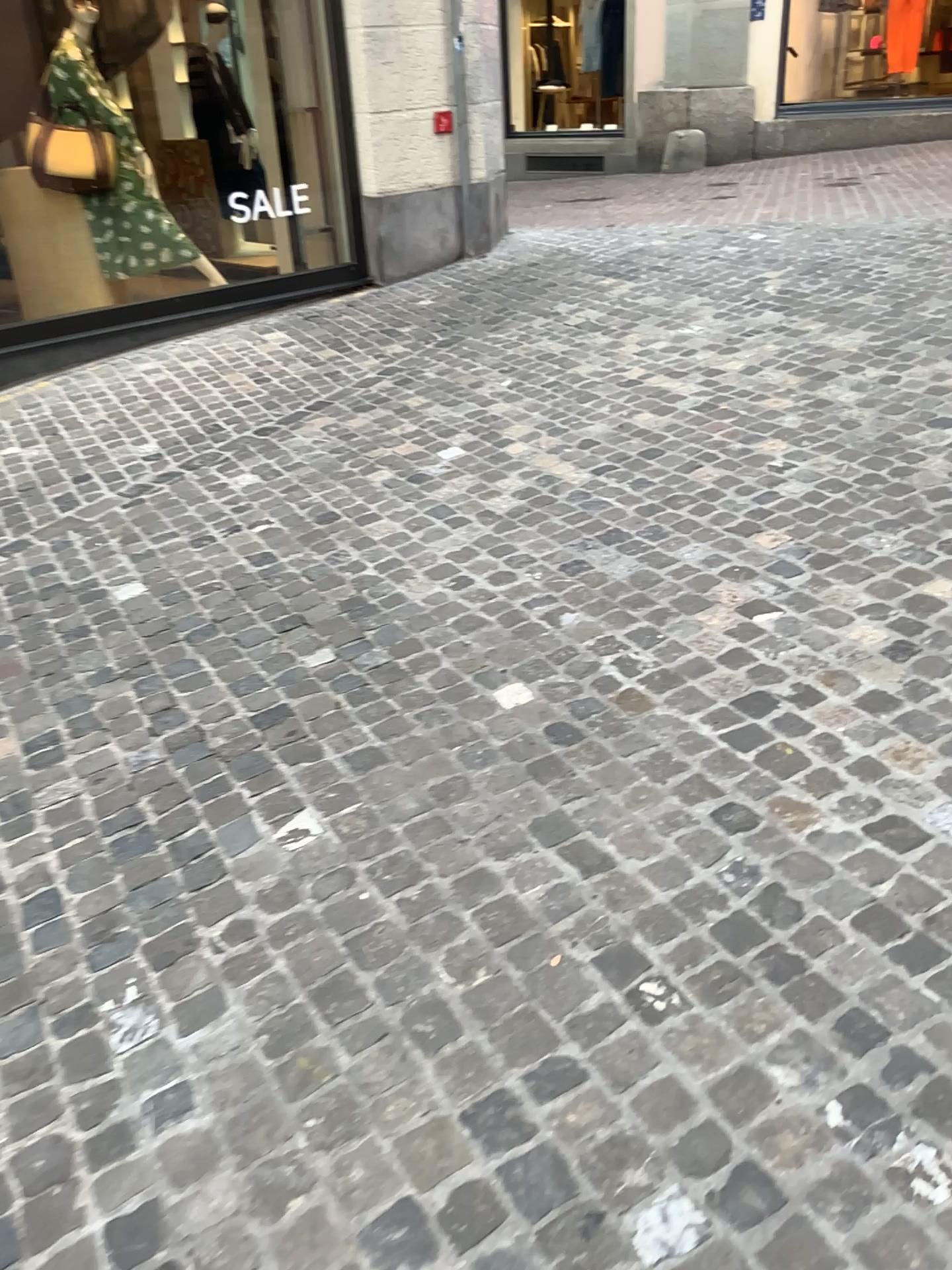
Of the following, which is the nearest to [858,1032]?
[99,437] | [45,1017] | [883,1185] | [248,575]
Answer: [883,1185]
